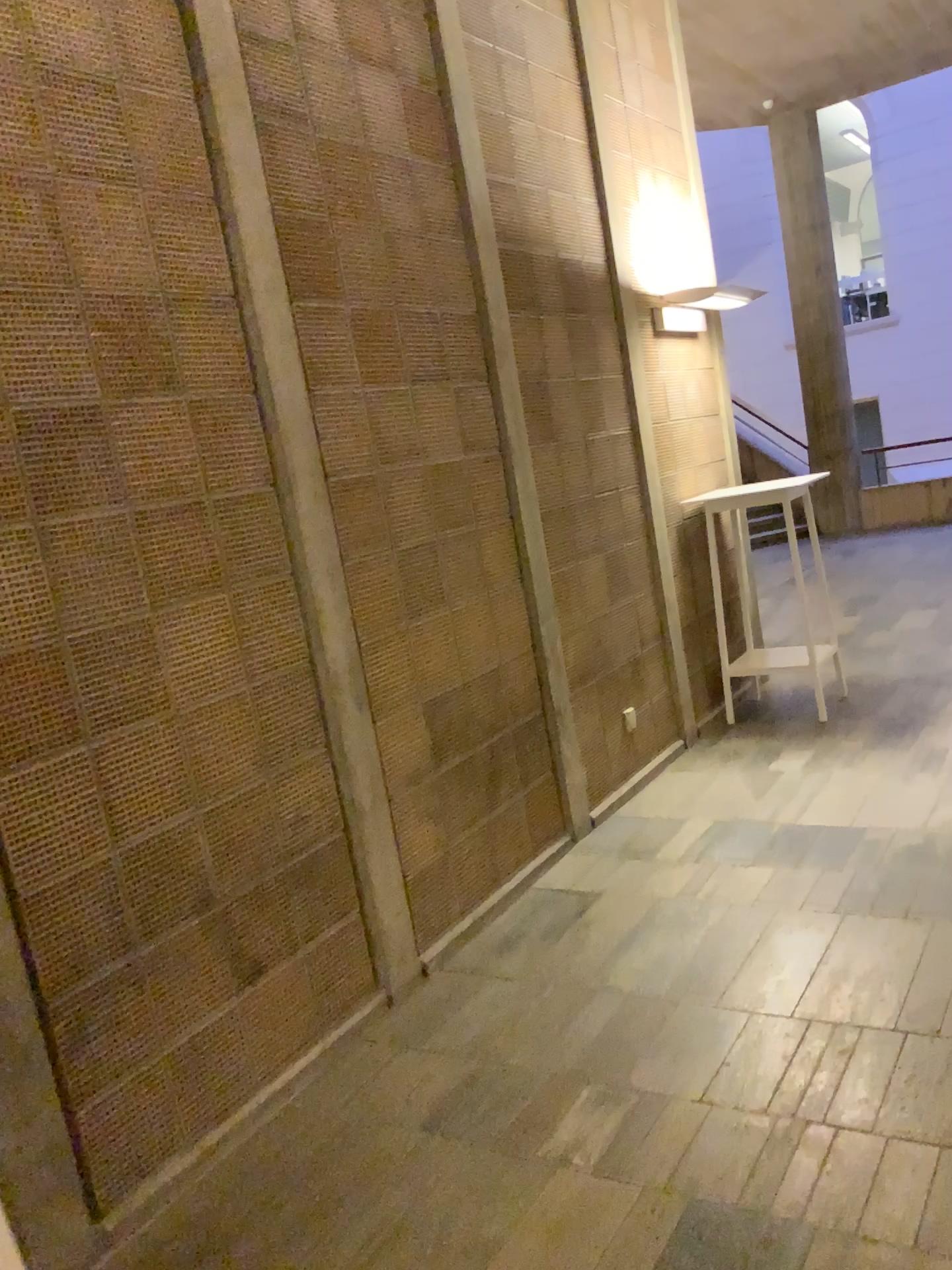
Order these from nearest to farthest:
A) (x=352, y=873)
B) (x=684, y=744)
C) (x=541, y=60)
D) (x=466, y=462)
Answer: (x=352, y=873), (x=466, y=462), (x=541, y=60), (x=684, y=744)
